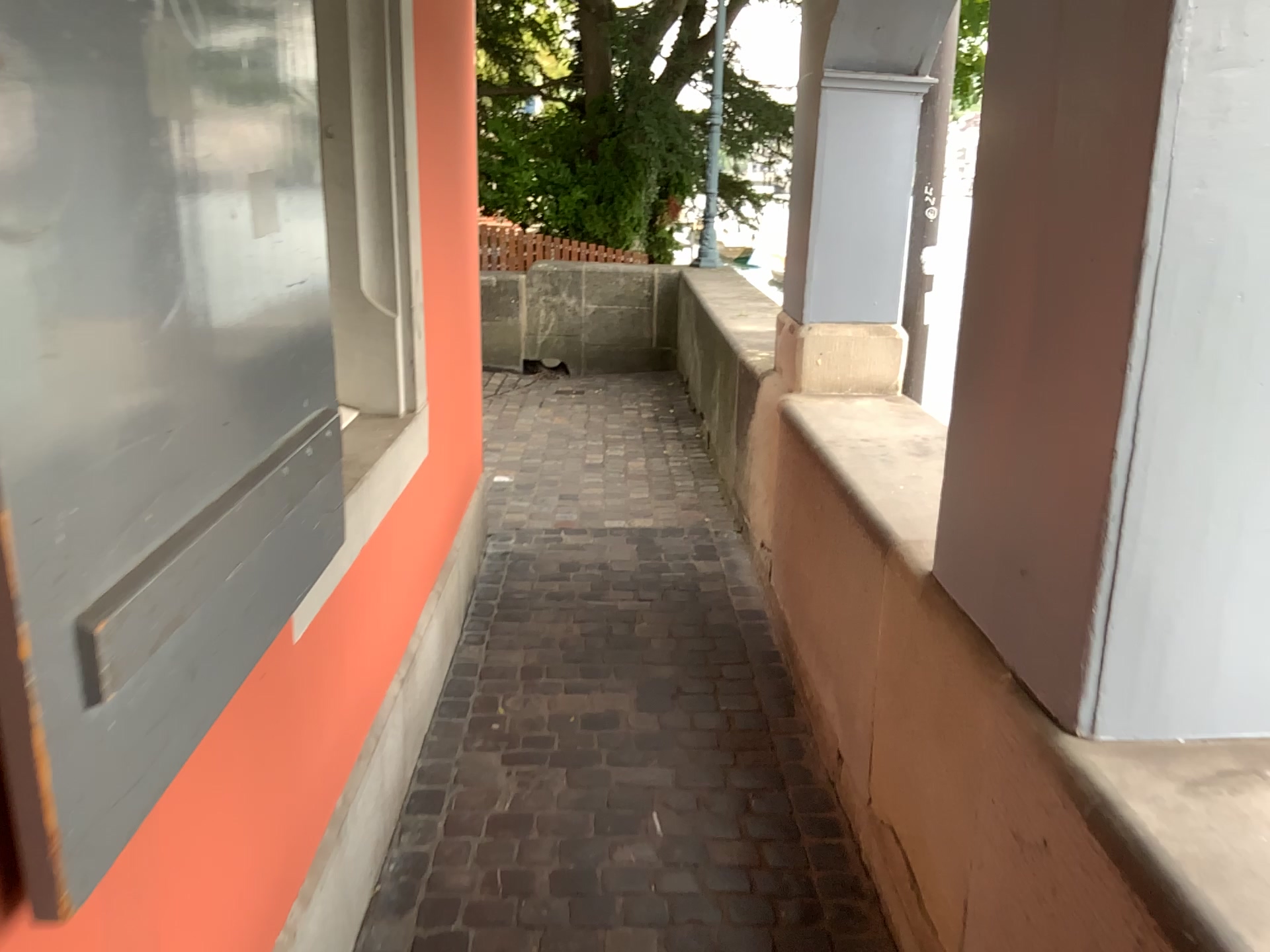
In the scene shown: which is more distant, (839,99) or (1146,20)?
(839,99)

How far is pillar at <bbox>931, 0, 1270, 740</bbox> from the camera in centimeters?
116cm

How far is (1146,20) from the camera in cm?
116

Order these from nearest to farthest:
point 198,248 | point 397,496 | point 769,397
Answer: point 198,248 < point 397,496 < point 769,397

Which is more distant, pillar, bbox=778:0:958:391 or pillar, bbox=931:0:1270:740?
pillar, bbox=778:0:958:391
